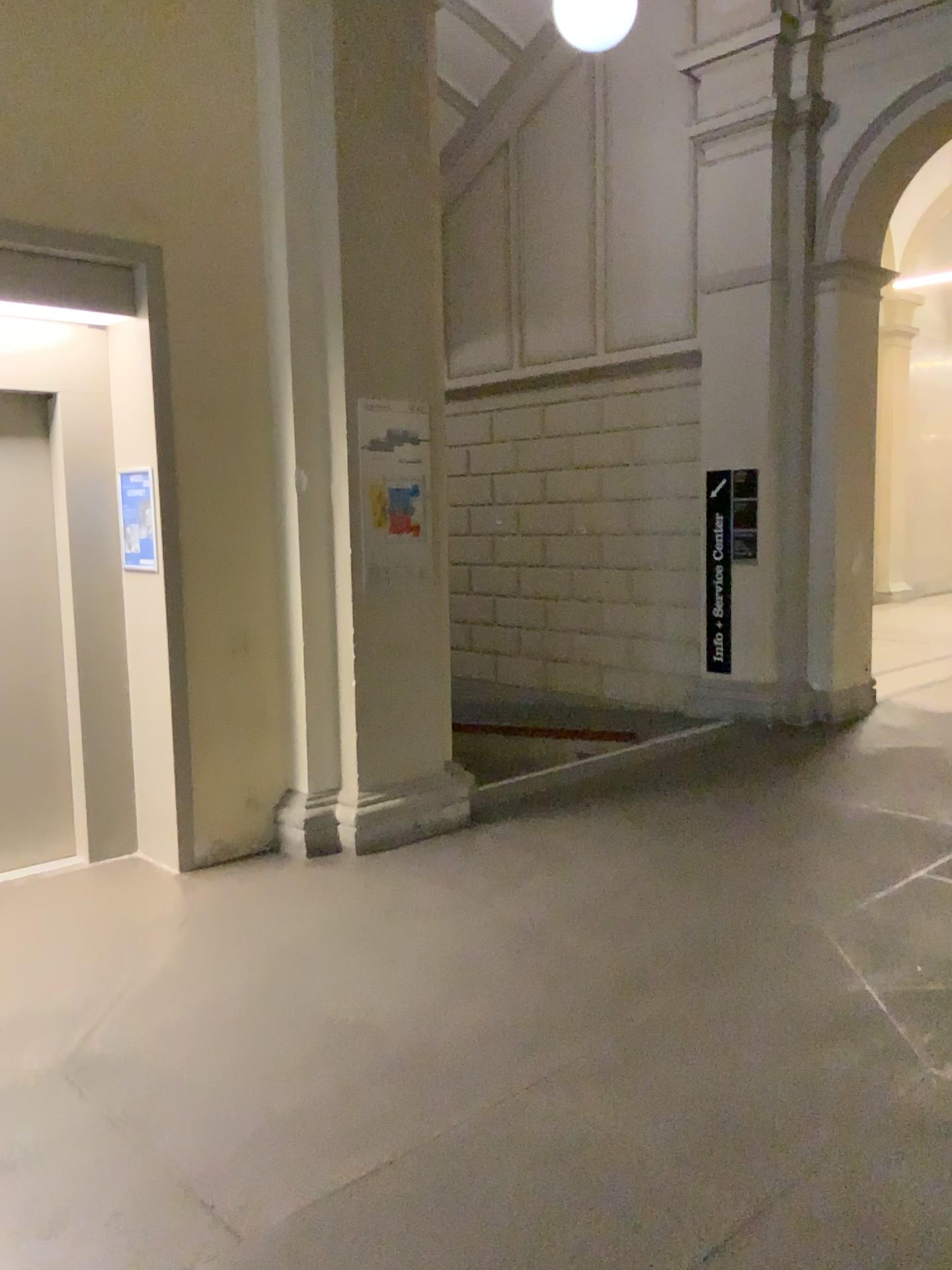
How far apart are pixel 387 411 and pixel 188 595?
1.26m
